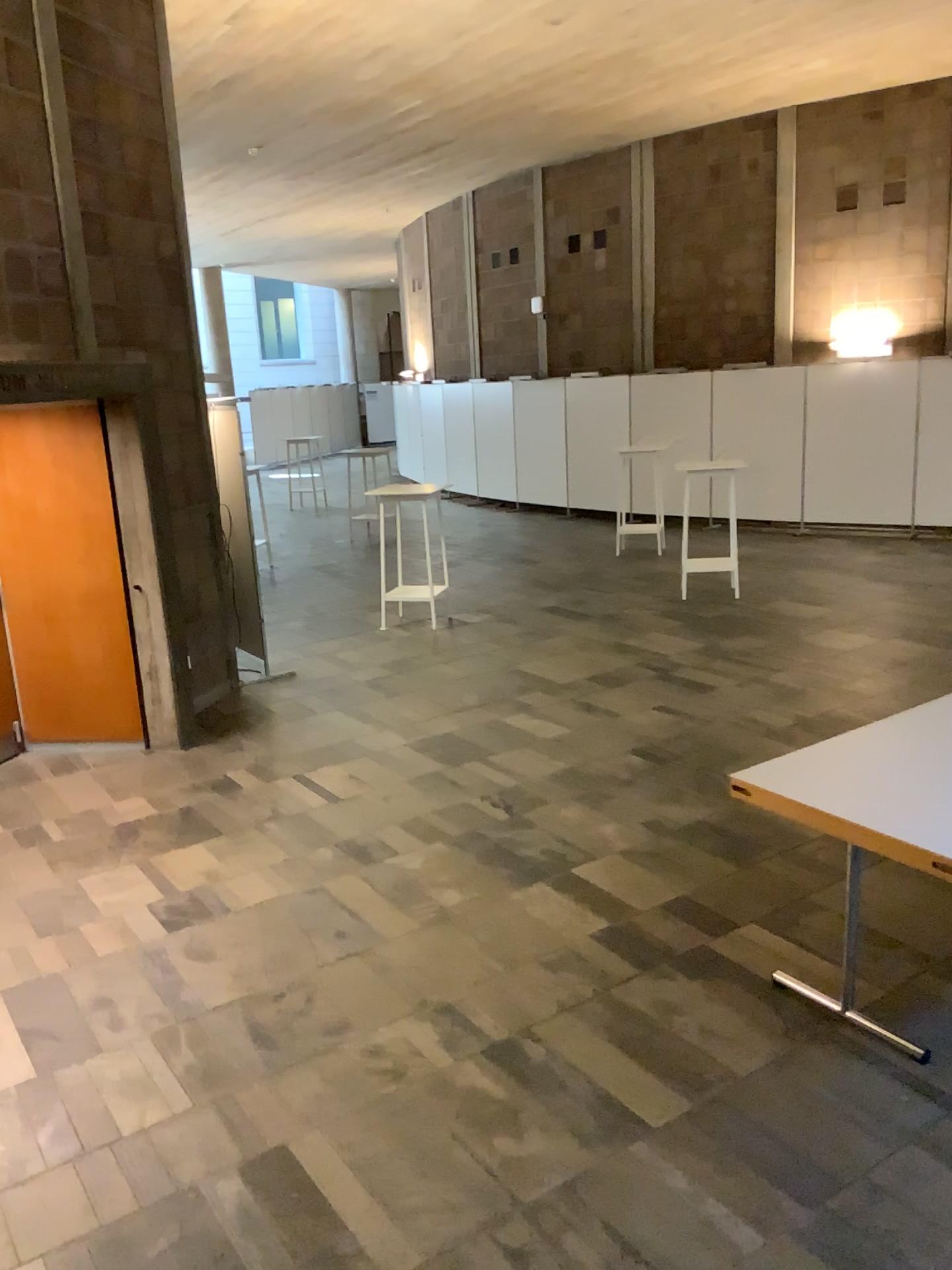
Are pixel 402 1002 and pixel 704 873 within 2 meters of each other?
yes
